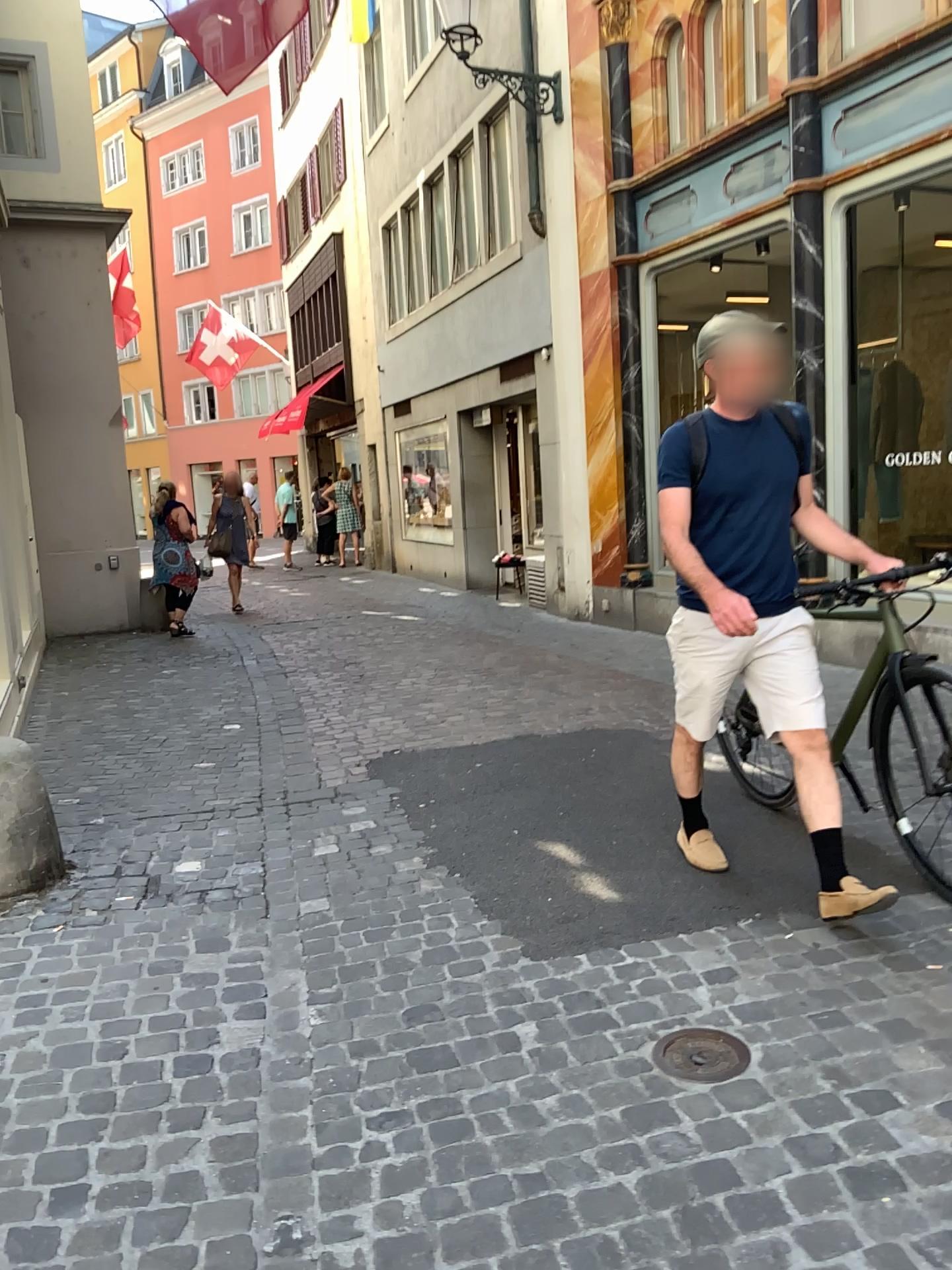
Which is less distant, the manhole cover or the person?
the manhole cover

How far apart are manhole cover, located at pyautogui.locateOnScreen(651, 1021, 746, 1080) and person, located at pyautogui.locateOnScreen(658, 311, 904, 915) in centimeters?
72cm

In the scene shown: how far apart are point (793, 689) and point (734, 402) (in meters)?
0.84

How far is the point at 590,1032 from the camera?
2.4 meters

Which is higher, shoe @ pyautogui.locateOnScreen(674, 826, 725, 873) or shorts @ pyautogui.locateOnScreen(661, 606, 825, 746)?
shorts @ pyautogui.locateOnScreen(661, 606, 825, 746)

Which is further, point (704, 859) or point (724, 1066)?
point (704, 859)

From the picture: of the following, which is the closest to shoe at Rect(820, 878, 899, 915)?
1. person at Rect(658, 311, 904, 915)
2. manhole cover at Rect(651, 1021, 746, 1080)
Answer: person at Rect(658, 311, 904, 915)

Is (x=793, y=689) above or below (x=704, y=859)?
above

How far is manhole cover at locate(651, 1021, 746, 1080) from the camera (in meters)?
2.25

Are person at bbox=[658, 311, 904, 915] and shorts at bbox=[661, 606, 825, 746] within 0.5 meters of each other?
yes
